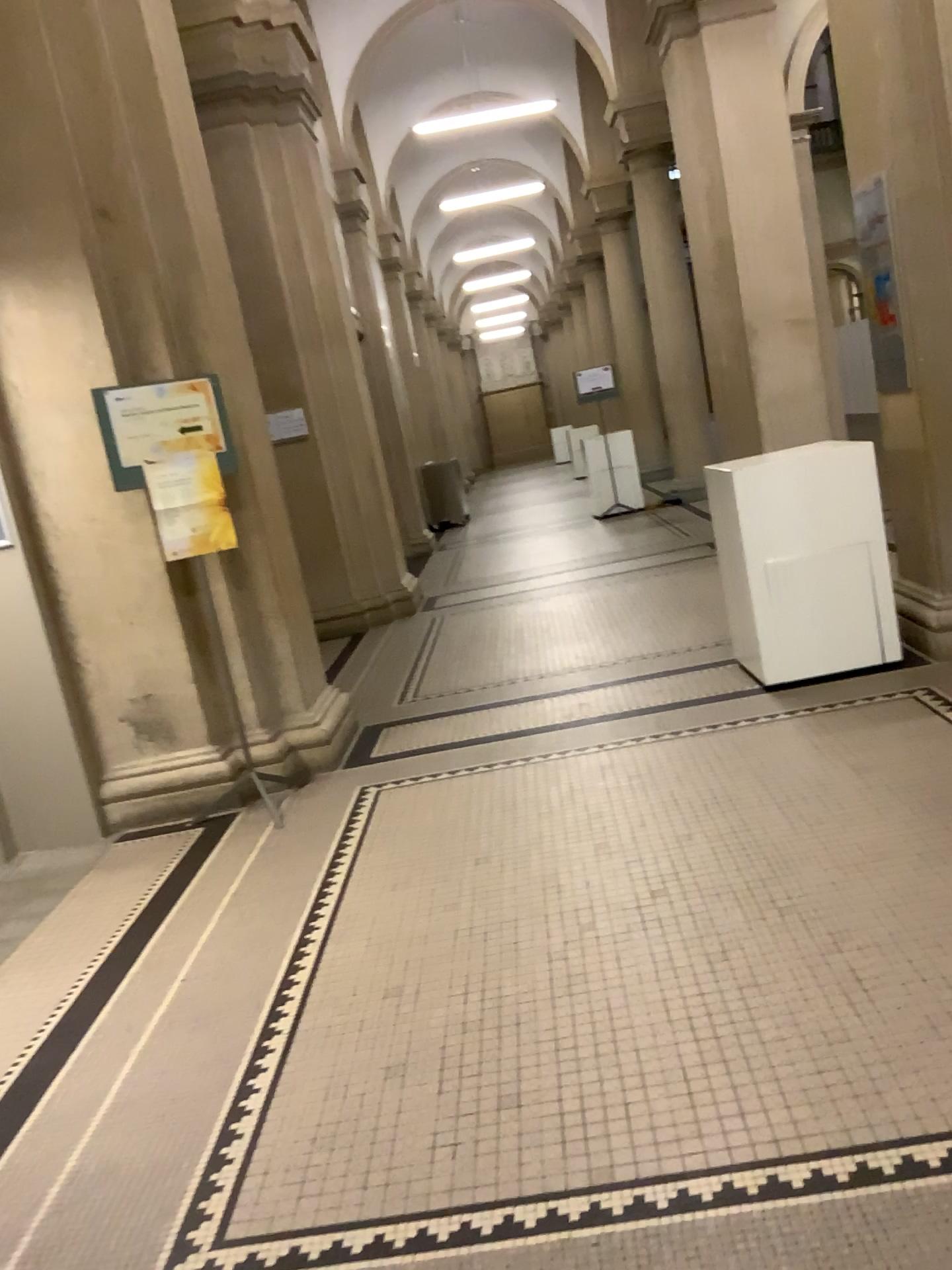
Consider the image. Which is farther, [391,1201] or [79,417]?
[79,417]
